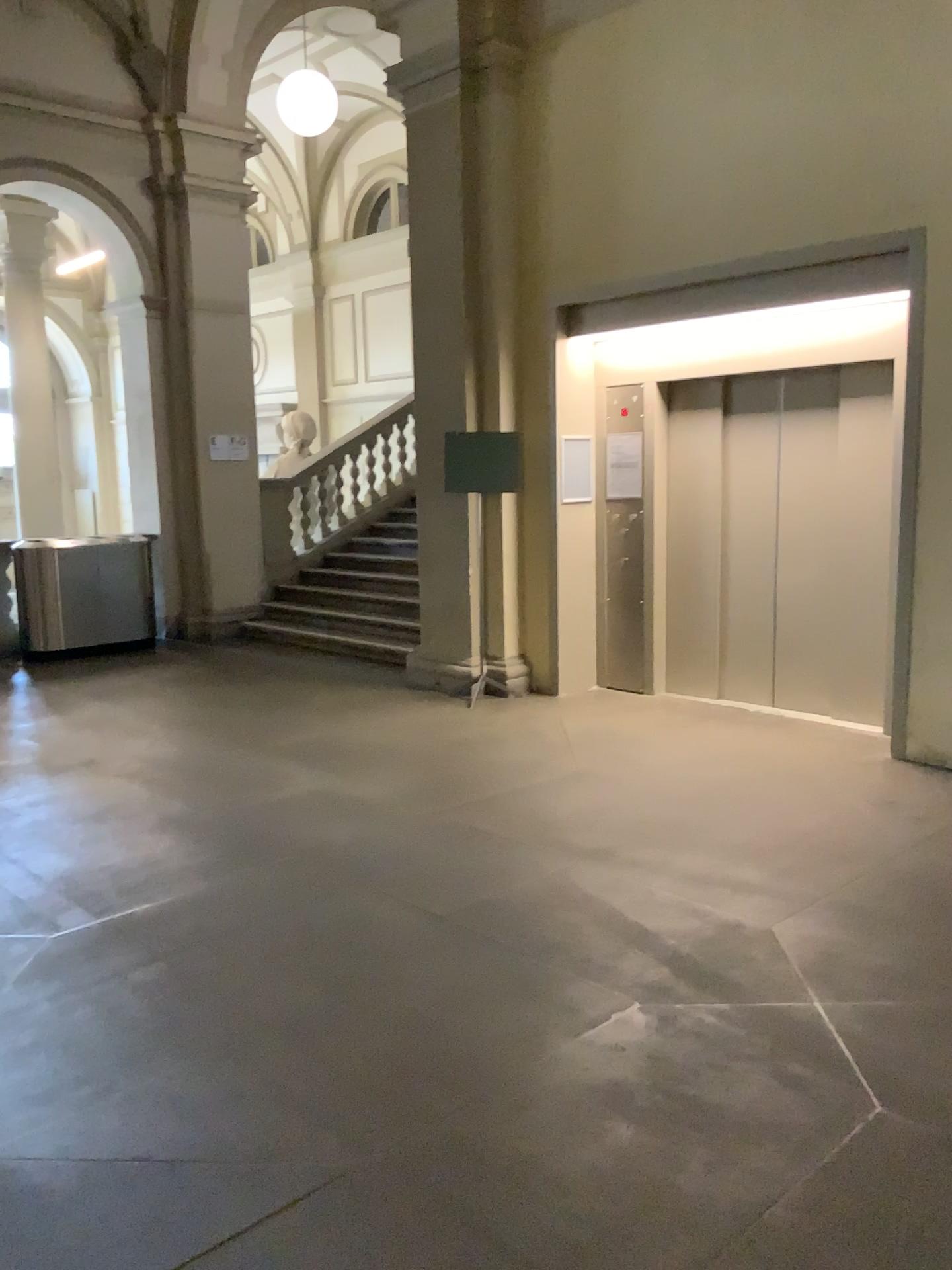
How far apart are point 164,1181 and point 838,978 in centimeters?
197cm
